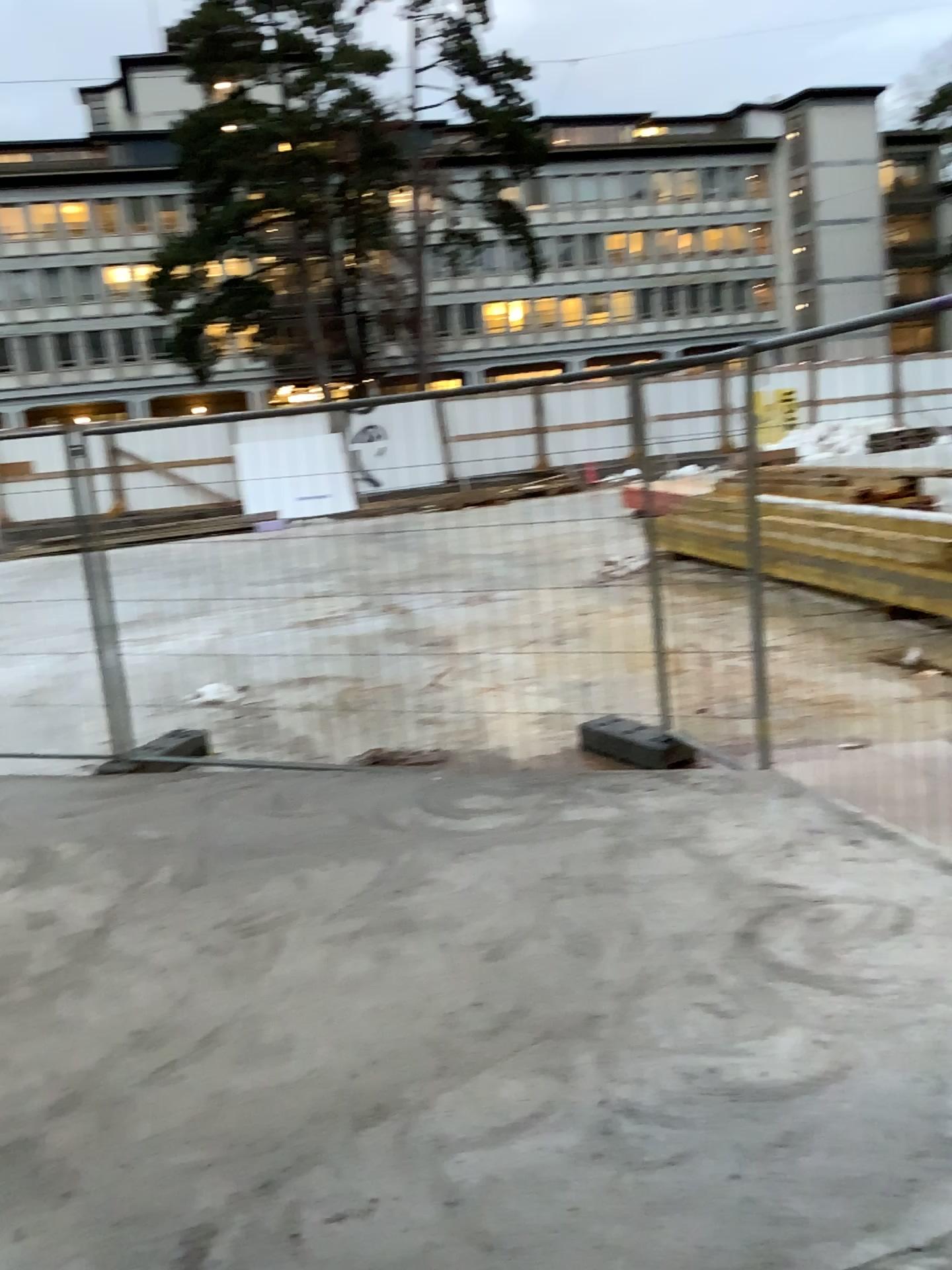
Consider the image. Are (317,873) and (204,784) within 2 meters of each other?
yes
